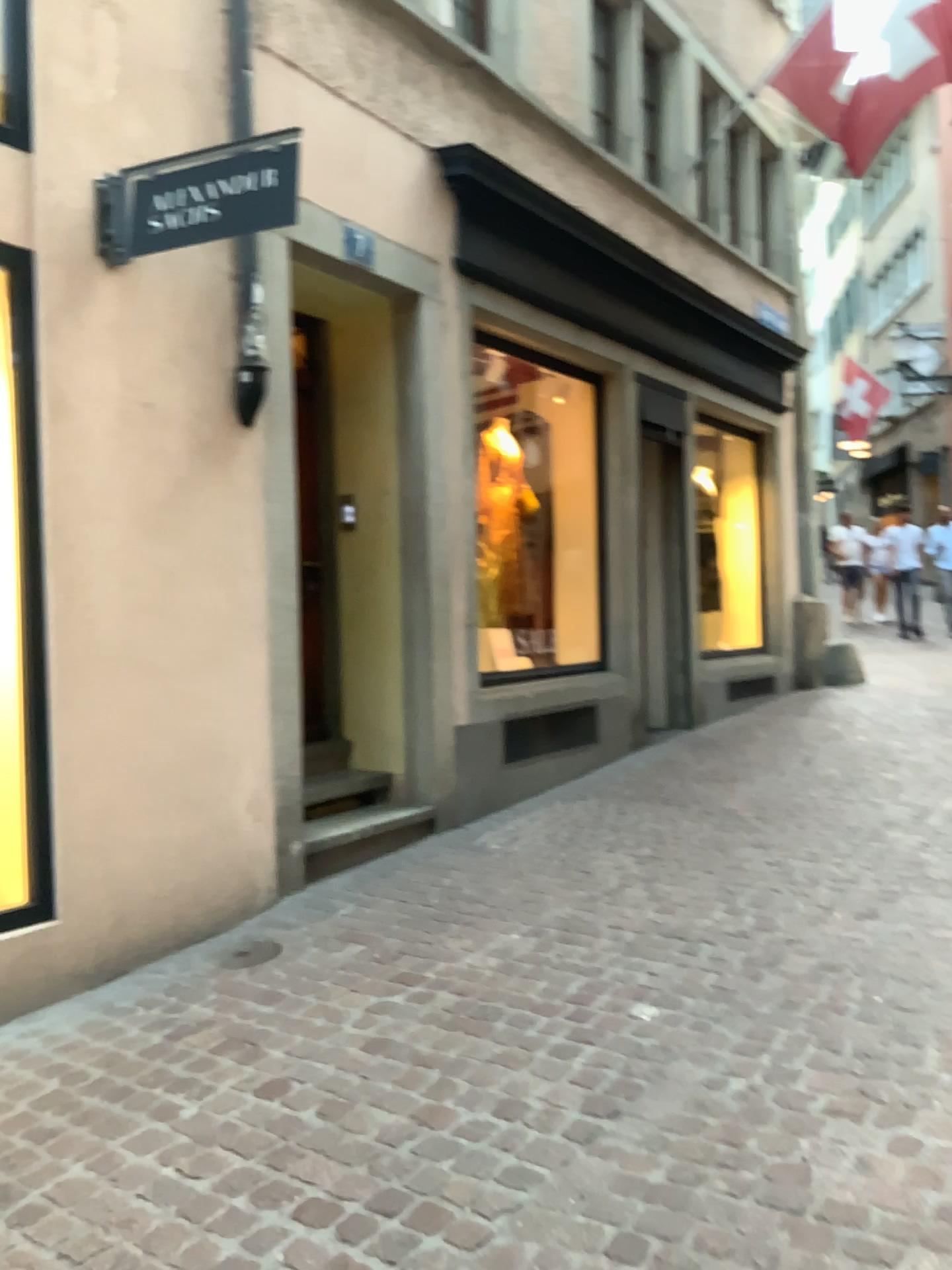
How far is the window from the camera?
3.4m

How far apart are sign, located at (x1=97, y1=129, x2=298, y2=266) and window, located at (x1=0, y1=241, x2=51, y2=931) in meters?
0.3

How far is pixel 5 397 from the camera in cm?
340

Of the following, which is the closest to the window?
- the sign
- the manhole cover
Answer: the sign

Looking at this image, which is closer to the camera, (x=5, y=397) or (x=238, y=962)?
(x=5, y=397)

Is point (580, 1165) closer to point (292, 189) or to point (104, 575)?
point (104, 575)

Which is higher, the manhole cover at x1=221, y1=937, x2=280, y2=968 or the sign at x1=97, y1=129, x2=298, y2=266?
the sign at x1=97, y1=129, x2=298, y2=266

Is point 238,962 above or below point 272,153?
below

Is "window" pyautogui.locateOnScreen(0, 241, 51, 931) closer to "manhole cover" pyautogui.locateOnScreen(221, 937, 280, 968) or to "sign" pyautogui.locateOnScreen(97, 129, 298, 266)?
"sign" pyautogui.locateOnScreen(97, 129, 298, 266)

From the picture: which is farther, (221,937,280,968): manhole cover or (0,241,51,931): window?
(221,937,280,968): manhole cover
